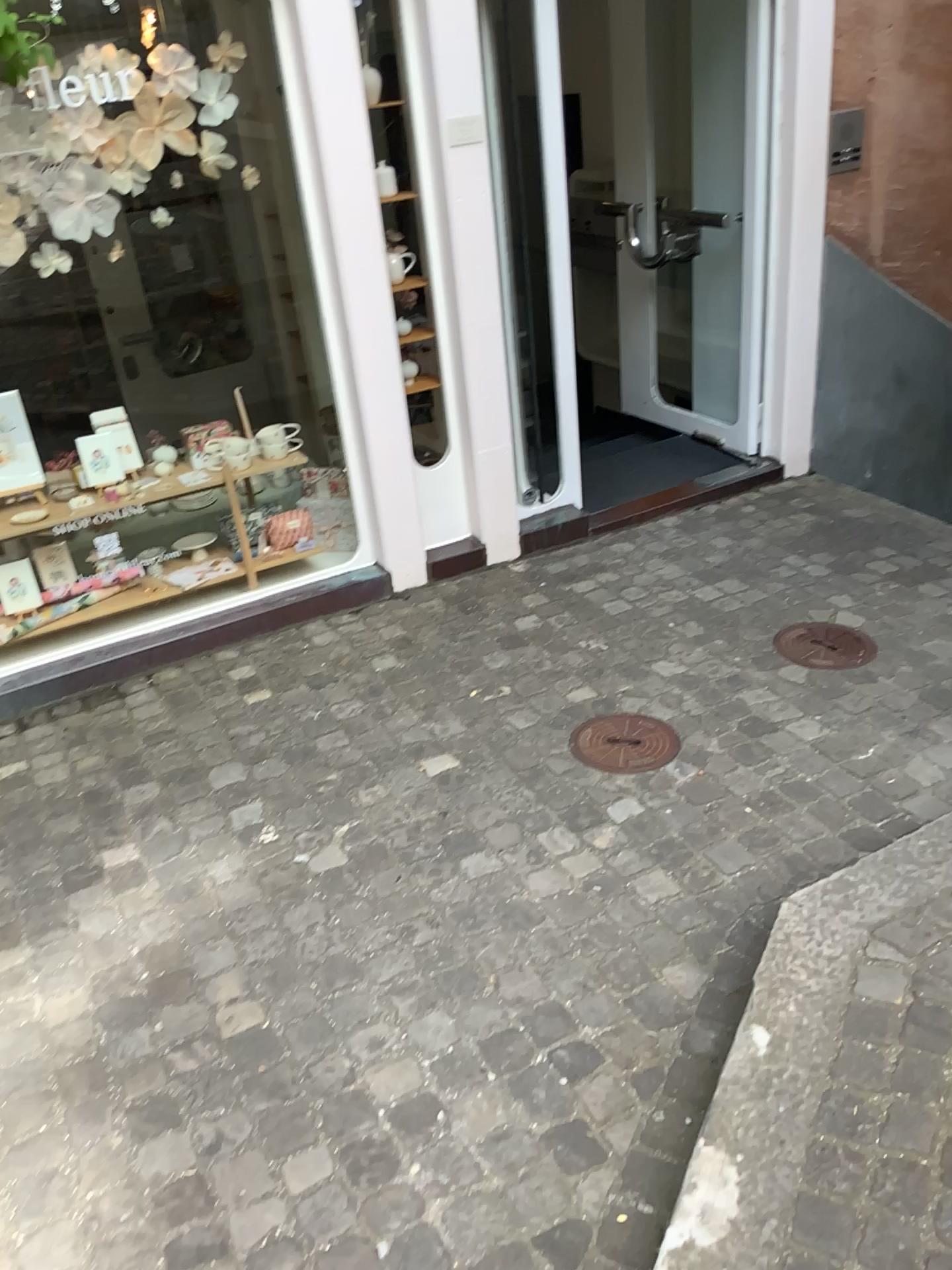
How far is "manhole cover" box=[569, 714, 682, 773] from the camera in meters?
2.9 m

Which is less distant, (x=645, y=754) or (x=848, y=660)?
(x=645, y=754)

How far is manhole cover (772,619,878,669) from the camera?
3.3m

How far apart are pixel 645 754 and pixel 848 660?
0.84m

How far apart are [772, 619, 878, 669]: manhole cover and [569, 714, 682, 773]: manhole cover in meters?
0.6

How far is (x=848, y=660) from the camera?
3.3 meters

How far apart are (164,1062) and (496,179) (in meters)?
2.95

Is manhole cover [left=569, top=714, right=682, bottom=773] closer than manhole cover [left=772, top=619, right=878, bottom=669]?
Yes
